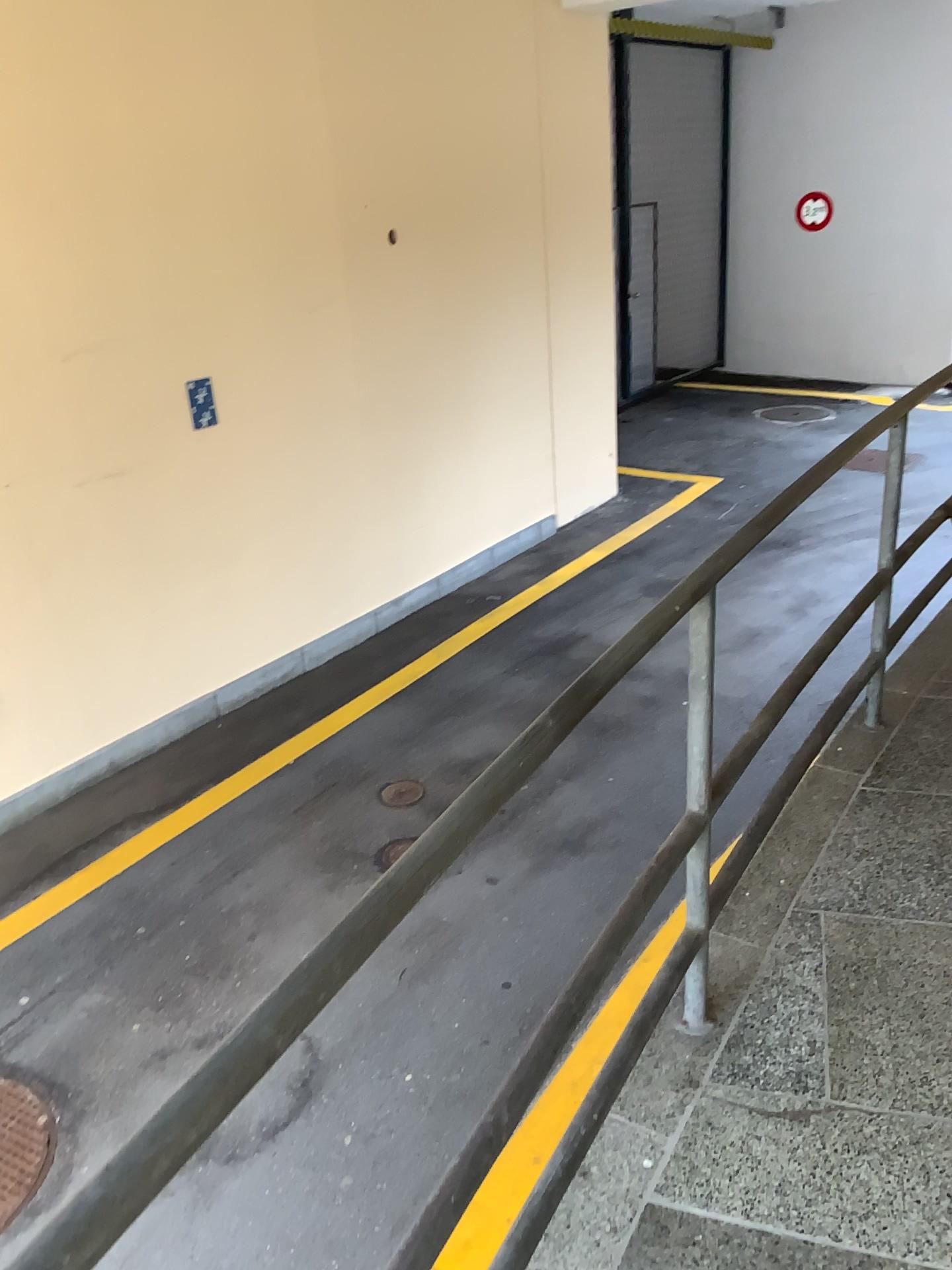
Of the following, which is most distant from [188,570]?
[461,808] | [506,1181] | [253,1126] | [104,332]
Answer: [461,808]
